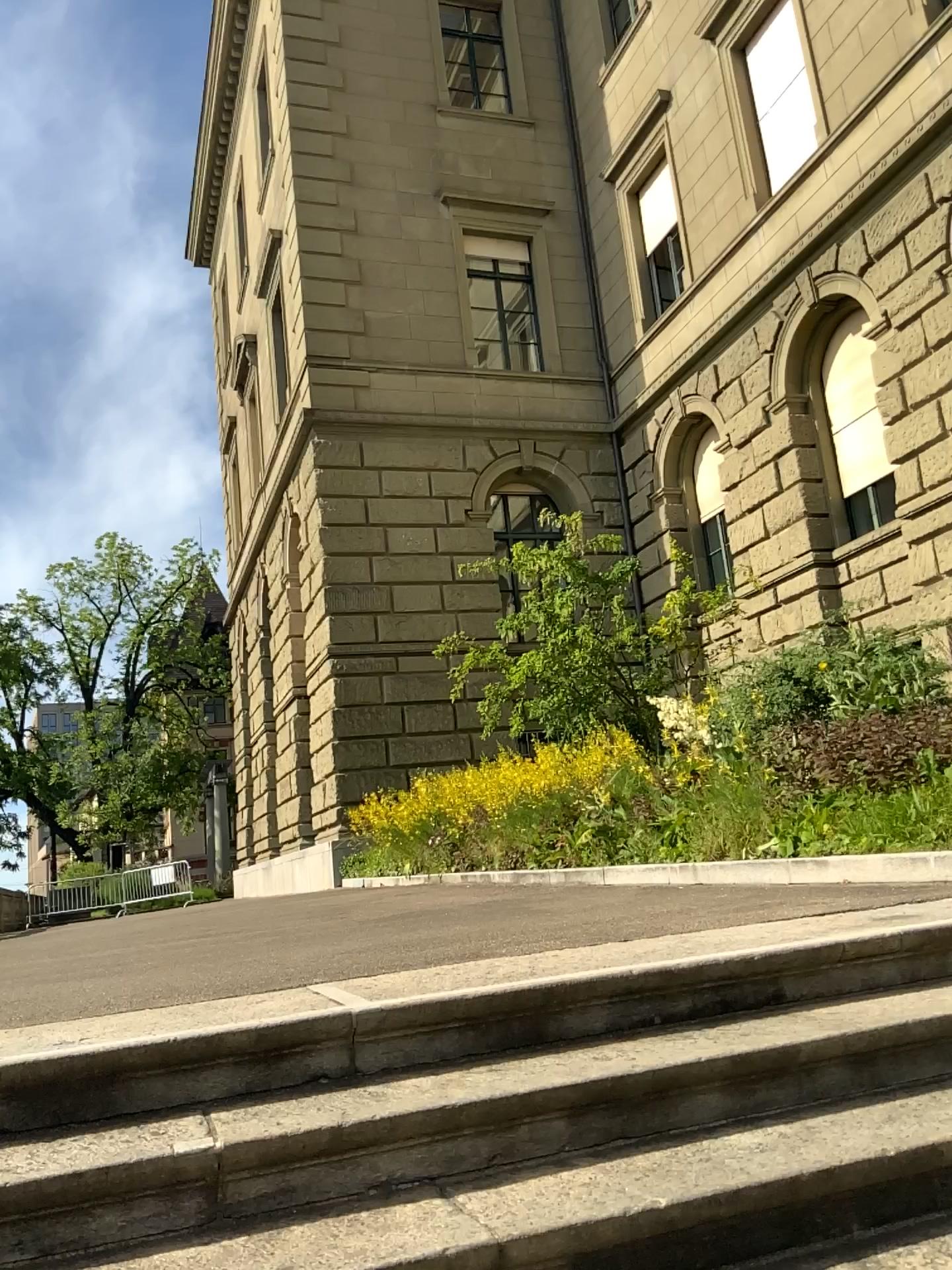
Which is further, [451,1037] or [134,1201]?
[451,1037]

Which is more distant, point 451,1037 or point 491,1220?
point 451,1037

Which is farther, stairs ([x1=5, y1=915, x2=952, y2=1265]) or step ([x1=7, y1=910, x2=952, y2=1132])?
step ([x1=7, y1=910, x2=952, y2=1132])

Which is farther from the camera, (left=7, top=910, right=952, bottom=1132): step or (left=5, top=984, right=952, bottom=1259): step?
(left=7, top=910, right=952, bottom=1132): step

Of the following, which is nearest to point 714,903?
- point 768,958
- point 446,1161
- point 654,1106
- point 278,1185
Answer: point 768,958
